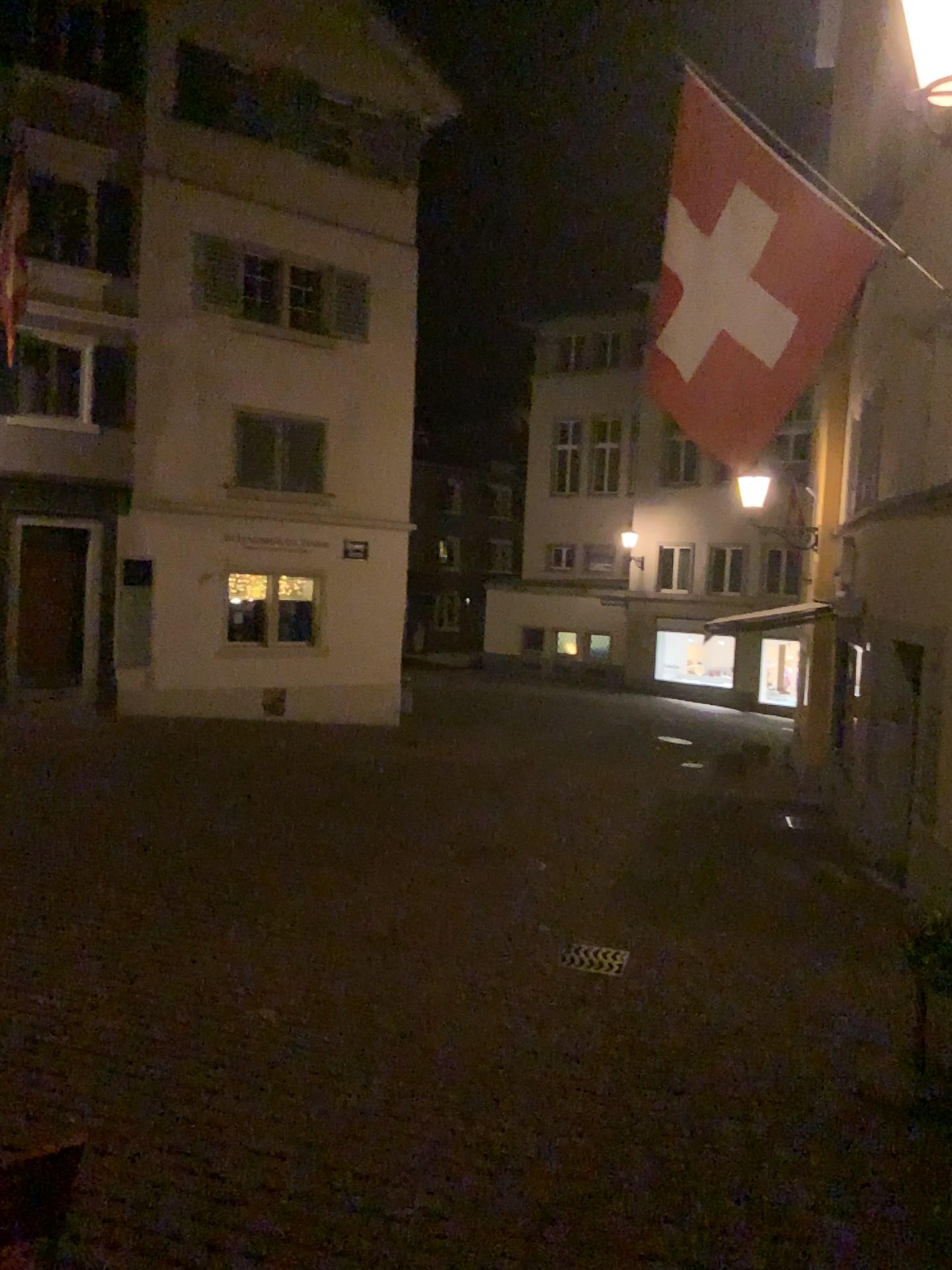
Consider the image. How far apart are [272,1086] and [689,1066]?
1.7 meters
